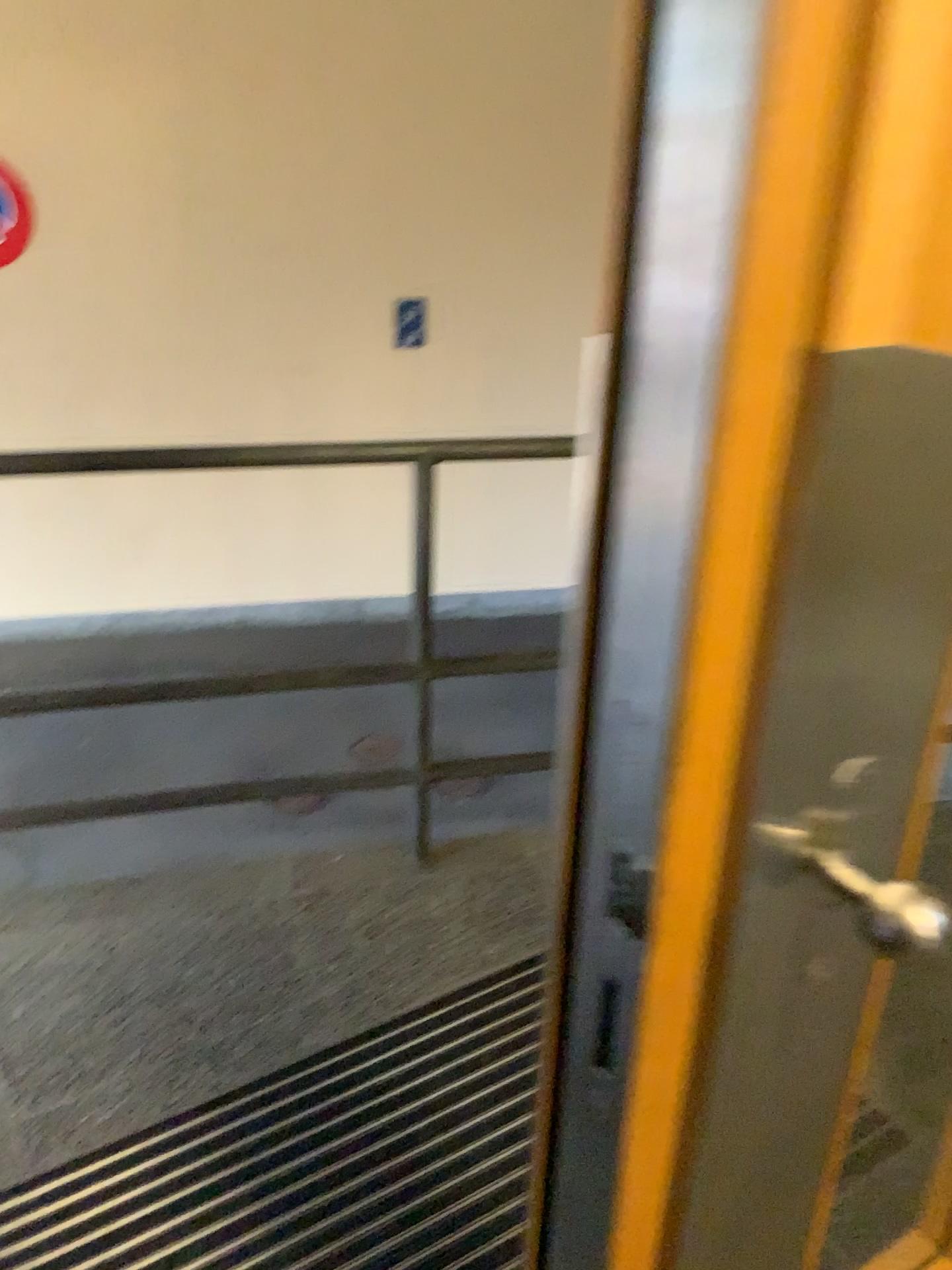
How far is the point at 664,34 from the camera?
0.44m

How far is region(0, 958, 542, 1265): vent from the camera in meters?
1.5 m

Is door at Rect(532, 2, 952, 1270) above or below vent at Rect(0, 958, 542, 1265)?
above

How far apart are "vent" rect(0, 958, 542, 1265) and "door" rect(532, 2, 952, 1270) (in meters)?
0.73

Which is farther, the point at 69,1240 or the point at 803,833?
the point at 69,1240

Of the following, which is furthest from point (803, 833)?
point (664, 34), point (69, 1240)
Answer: point (69, 1240)

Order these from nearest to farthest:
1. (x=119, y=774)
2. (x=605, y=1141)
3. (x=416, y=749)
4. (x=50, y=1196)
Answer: (x=605, y=1141) < (x=50, y=1196) < (x=416, y=749) < (x=119, y=774)

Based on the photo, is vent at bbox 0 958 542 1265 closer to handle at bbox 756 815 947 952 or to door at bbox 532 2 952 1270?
door at bbox 532 2 952 1270

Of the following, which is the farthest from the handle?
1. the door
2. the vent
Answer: the vent

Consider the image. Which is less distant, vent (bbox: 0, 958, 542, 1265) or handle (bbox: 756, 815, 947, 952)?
handle (bbox: 756, 815, 947, 952)
